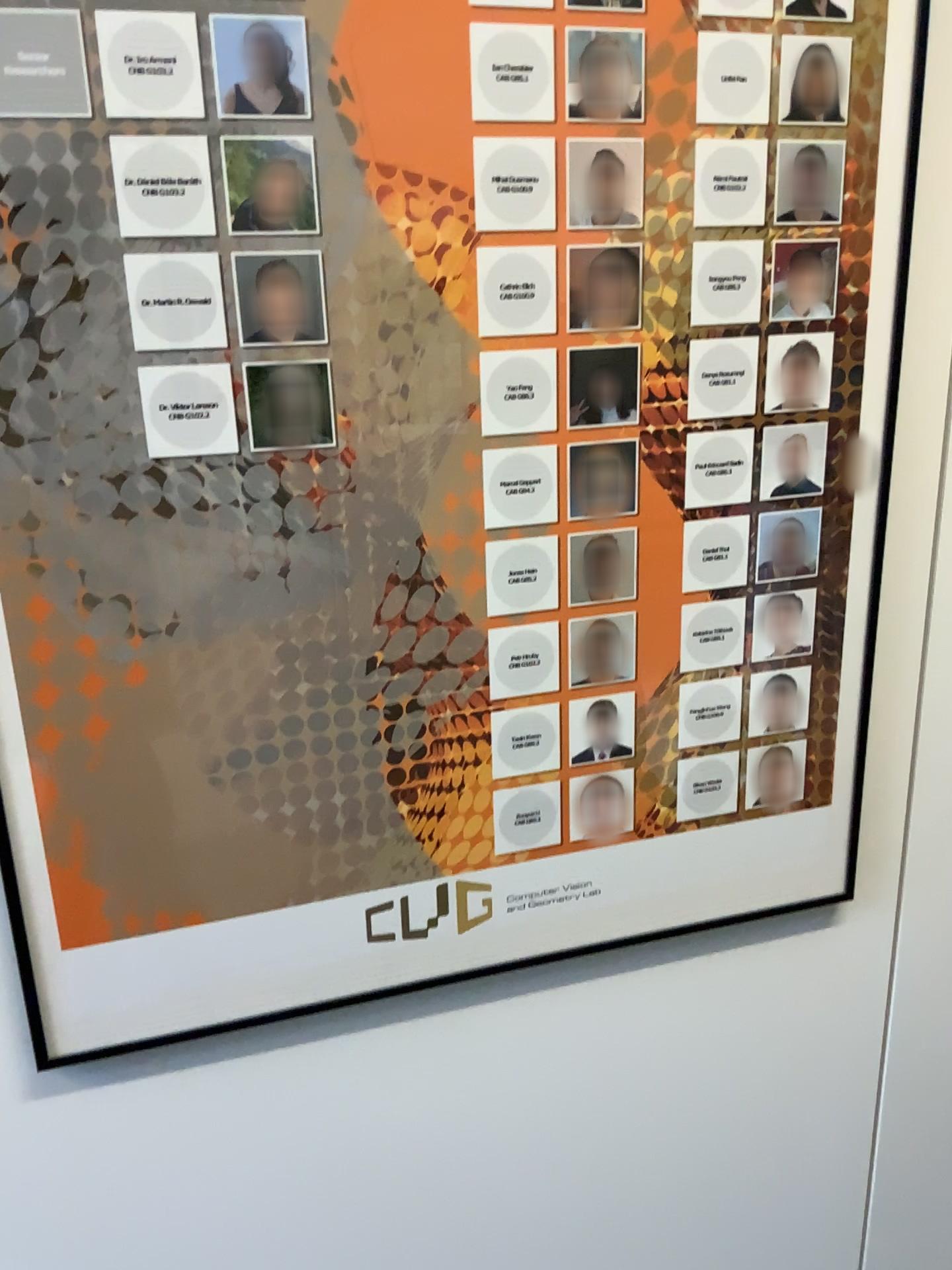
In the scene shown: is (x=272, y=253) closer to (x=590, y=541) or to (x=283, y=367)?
(x=283, y=367)

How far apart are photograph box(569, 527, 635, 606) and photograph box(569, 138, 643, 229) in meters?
0.3

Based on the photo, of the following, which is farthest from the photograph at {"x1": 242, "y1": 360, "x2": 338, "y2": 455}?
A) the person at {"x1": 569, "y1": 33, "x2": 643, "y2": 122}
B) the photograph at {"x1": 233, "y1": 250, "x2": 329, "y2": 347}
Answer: the person at {"x1": 569, "y1": 33, "x2": 643, "y2": 122}

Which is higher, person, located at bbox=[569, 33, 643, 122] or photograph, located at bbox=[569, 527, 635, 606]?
person, located at bbox=[569, 33, 643, 122]

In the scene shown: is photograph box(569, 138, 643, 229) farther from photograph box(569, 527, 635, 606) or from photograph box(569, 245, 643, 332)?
photograph box(569, 527, 635, 606)

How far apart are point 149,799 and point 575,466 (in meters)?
0.51

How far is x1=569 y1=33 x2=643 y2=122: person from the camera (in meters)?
0.92

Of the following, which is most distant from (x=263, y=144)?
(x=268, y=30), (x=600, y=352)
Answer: (x=600, y=352)

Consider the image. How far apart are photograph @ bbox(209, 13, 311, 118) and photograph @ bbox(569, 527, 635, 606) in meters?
0.5 m

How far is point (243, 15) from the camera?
0.83m
